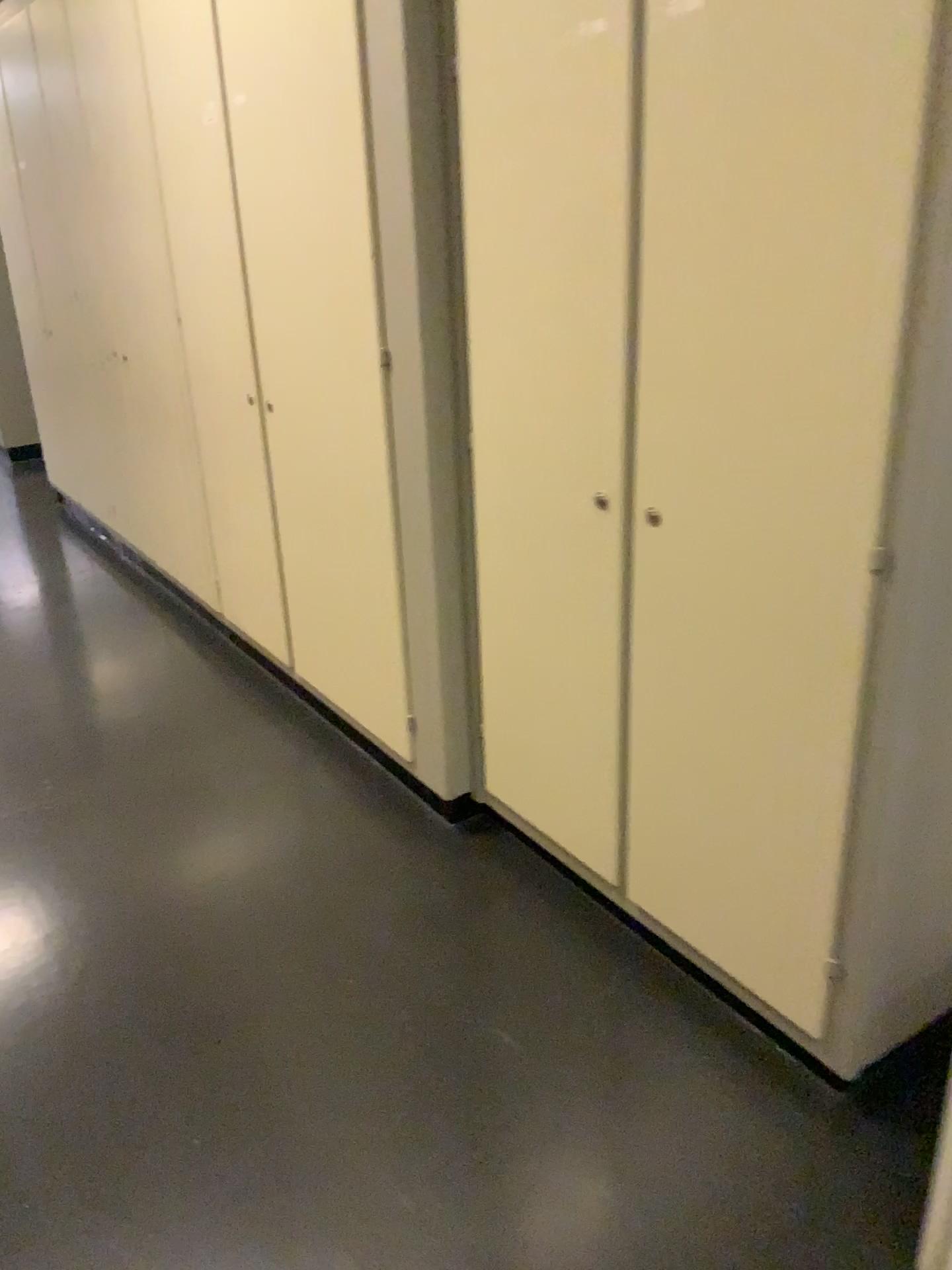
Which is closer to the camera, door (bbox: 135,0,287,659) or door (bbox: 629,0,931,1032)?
door (bbox: 629,0,931,1032)

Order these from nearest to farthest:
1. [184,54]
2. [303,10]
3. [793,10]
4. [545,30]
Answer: [793,10], [545,30], [303,10], [184,54]

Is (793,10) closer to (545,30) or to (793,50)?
(793,50)

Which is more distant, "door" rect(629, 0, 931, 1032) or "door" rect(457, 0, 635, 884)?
"door" rect(457, 0, 635, 884)

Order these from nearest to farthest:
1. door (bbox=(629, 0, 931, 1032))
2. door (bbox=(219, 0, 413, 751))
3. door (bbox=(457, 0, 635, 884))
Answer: door (bbox=(629, 0, 931, 1032)) < door (bbox=(457, 0, 635, 884)) < door (bbox=(219, 0, 413, 751))

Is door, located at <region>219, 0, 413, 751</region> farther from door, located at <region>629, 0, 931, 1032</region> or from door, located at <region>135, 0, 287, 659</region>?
door, located at <region>629, 0, 931, 1032</region>

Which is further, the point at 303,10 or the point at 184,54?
the point at 184,54

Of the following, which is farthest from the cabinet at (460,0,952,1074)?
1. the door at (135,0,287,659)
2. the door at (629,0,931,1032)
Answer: the door at (135,0,287,659)

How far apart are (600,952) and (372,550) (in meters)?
1.06
